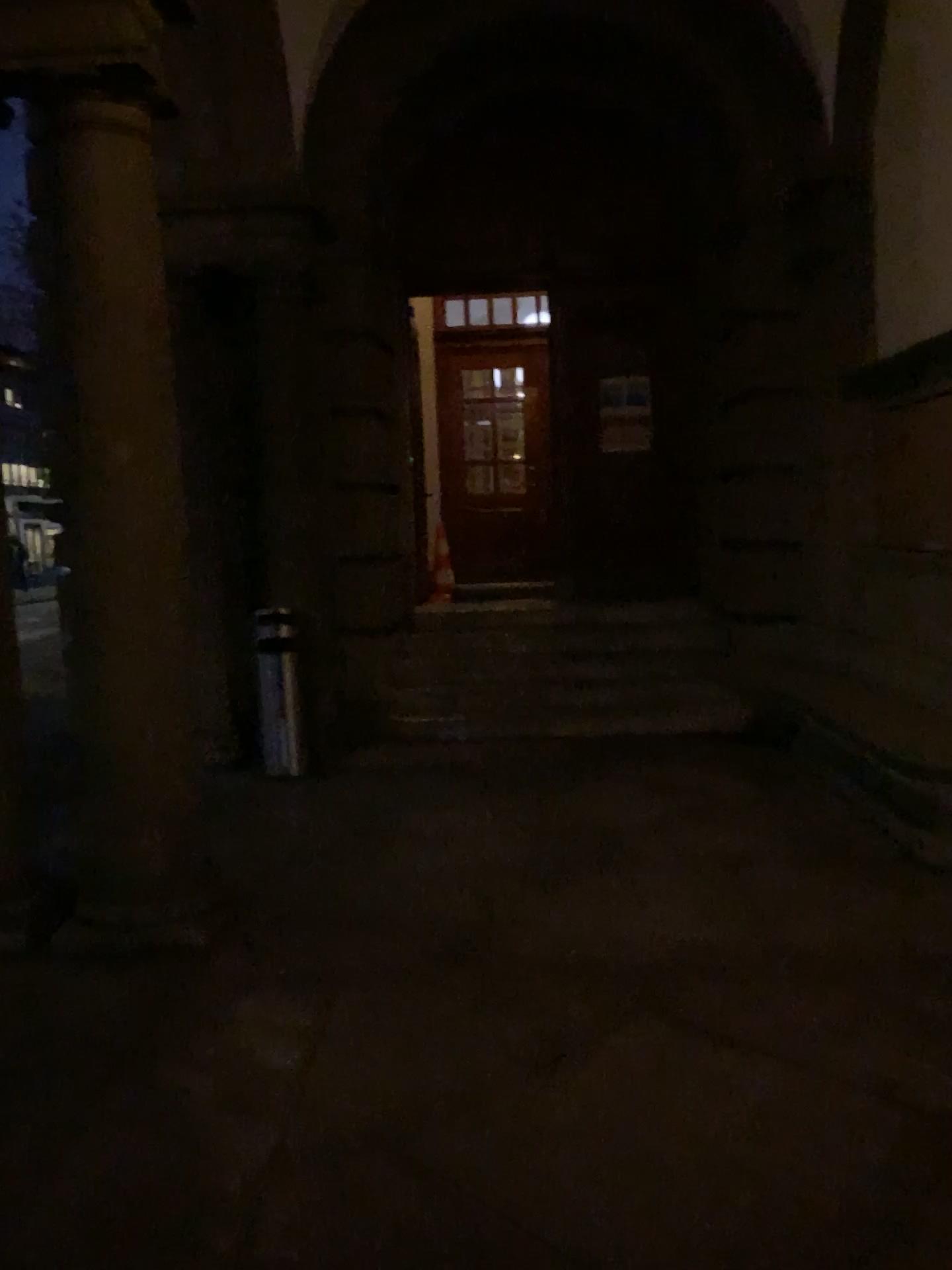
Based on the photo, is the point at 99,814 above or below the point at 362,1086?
above

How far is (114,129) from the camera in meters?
3.7

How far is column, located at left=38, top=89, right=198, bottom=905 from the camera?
3.7m
